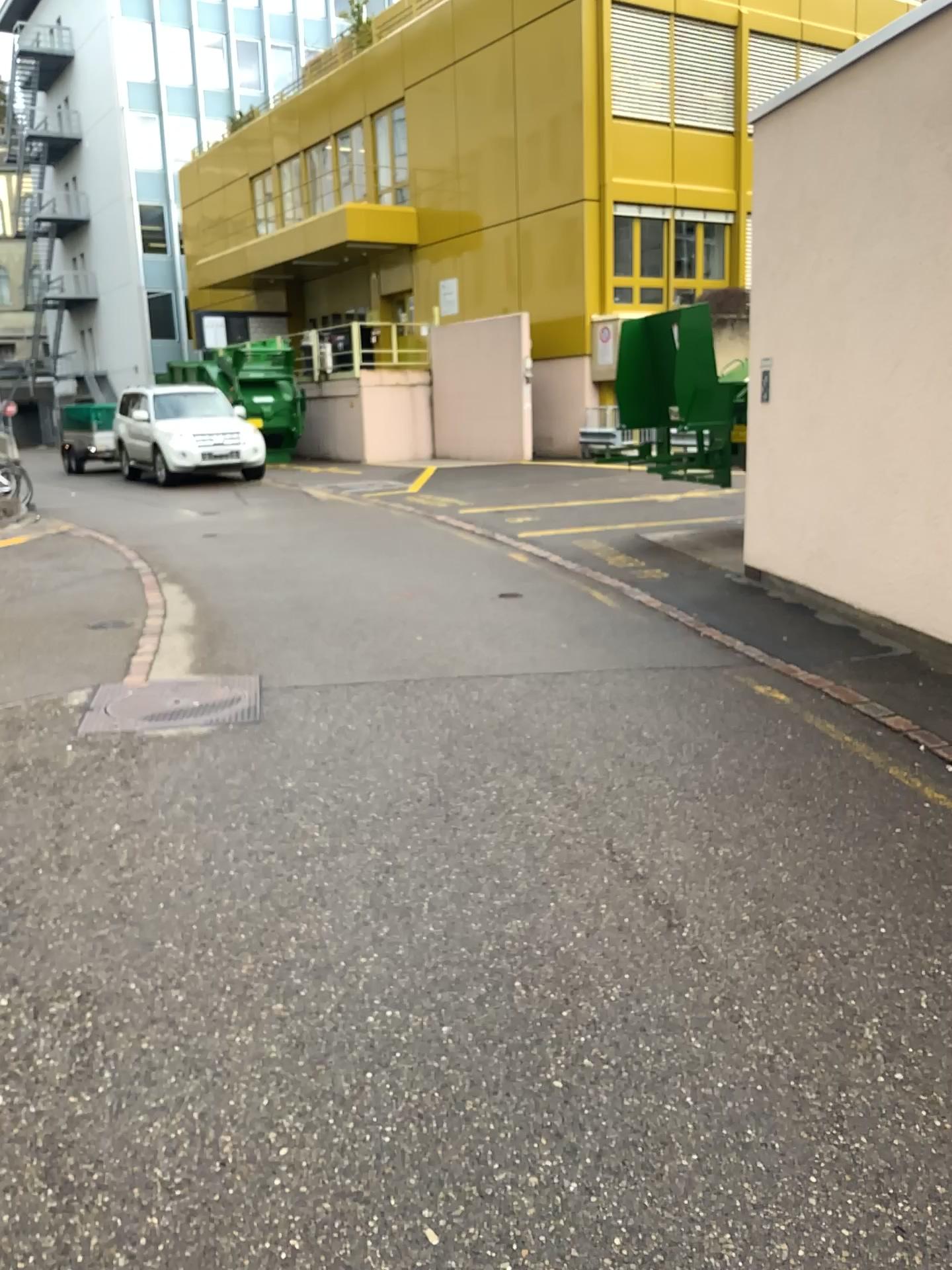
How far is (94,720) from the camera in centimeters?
484cm
